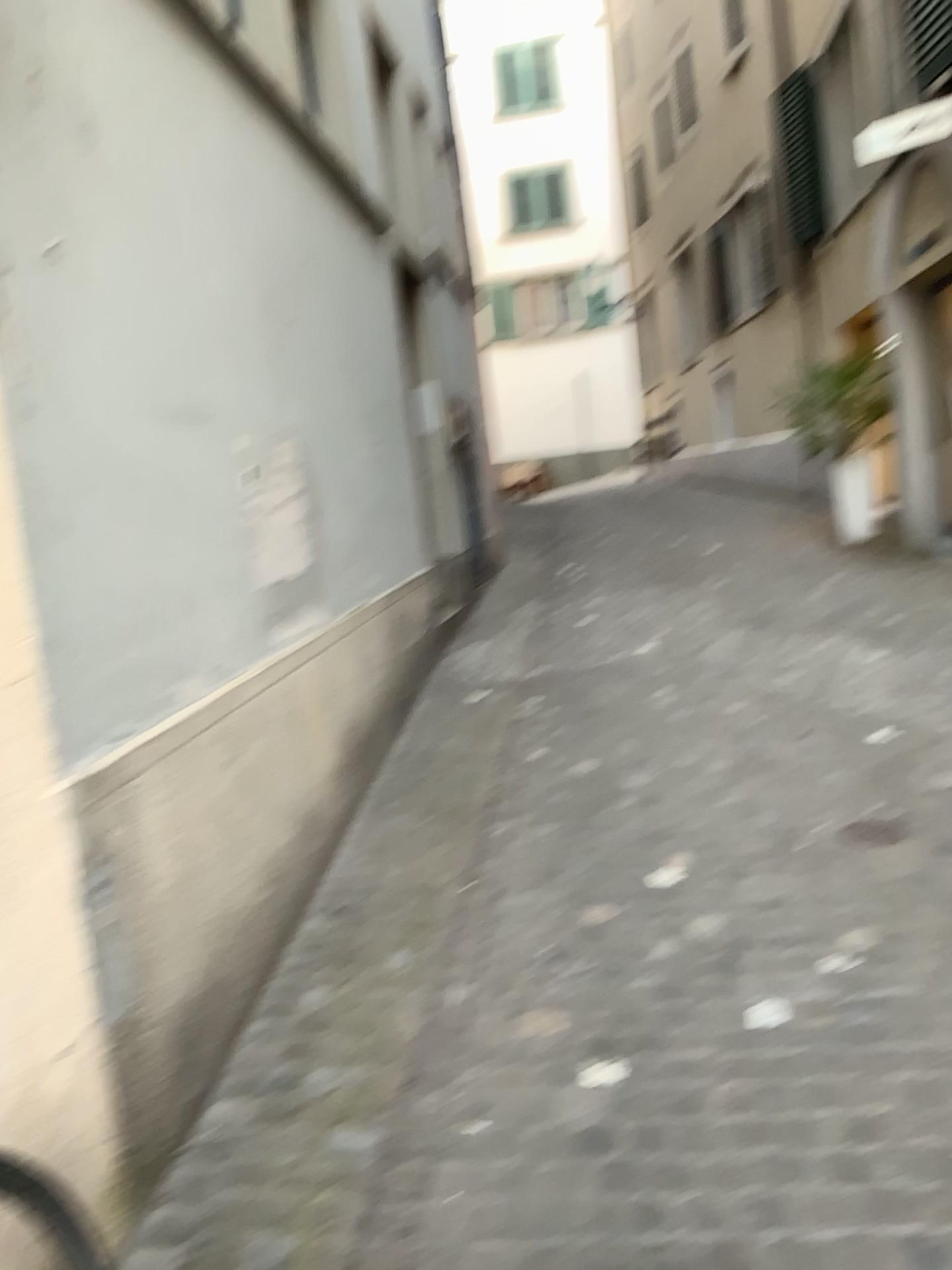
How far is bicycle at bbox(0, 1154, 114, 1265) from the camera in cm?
159

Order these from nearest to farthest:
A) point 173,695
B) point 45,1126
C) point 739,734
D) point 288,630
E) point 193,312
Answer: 1. point 45,1126
2. point 173,695
3. point 193,312
4. point 288,630
5. point 739,734

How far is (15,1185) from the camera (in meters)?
1.59
